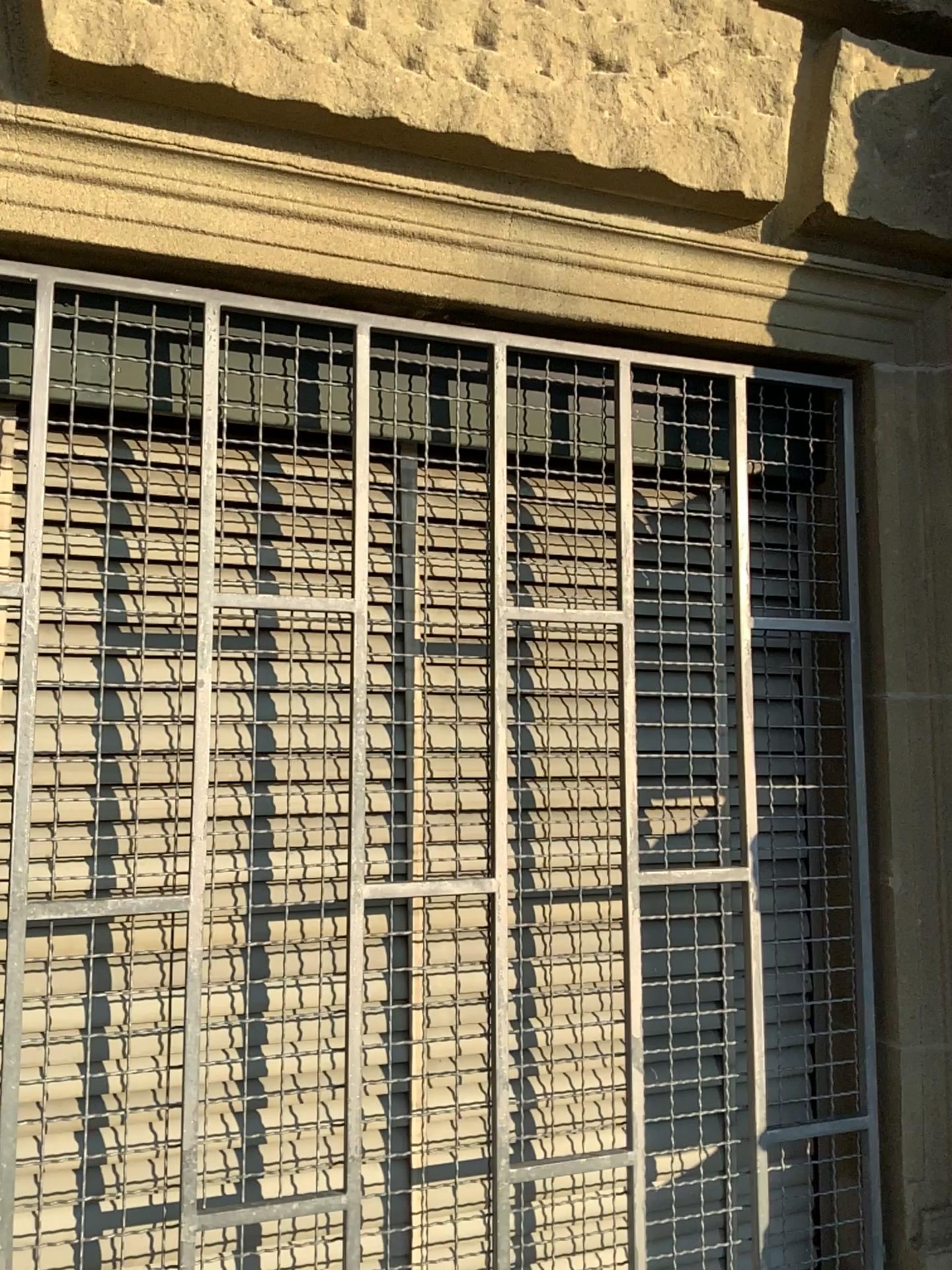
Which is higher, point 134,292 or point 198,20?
point 198,20

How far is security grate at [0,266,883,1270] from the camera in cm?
130

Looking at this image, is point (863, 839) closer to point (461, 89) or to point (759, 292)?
point (759, 292)

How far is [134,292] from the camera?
1.3m

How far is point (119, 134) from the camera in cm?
124

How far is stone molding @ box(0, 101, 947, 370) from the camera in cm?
124
